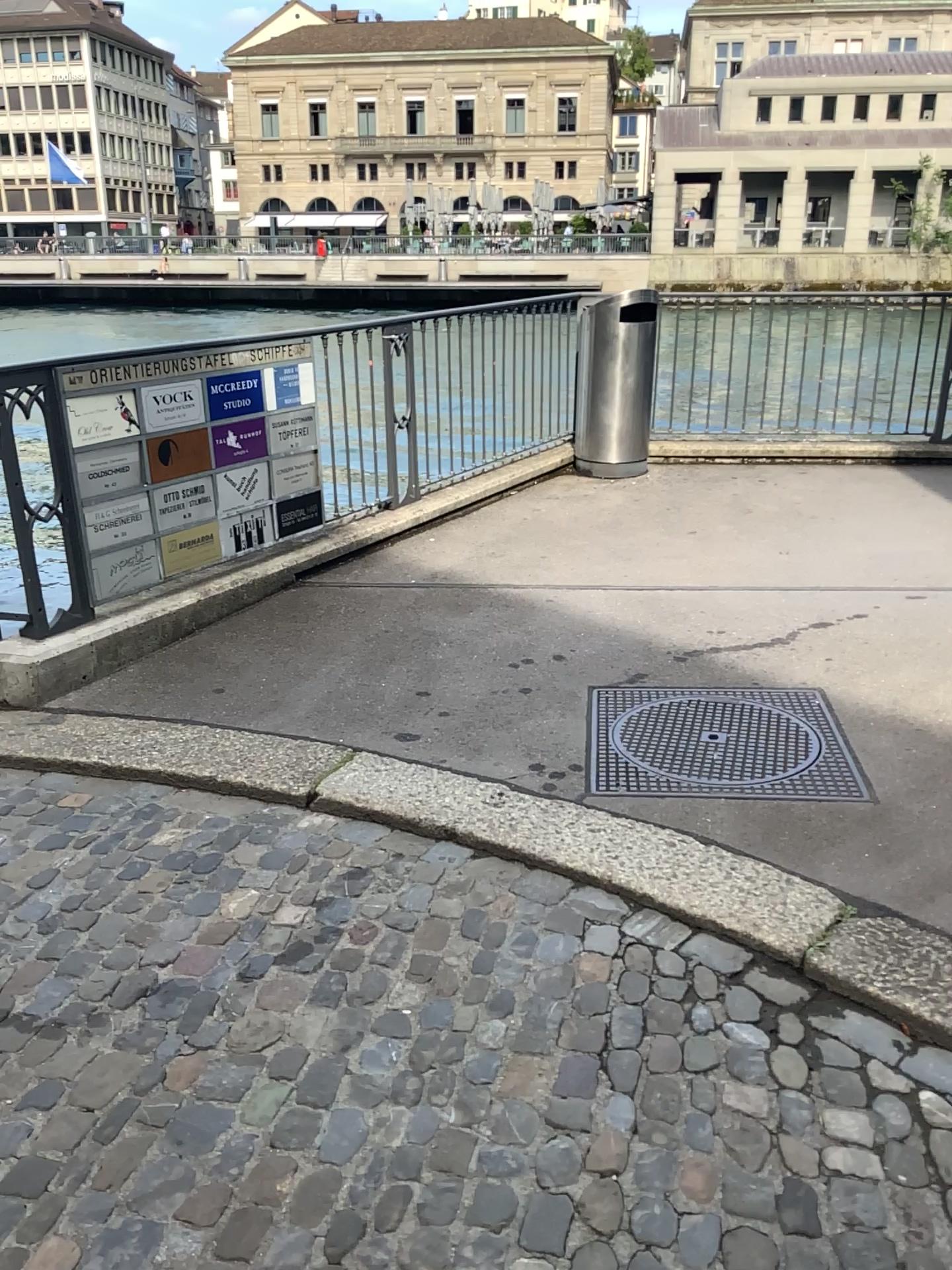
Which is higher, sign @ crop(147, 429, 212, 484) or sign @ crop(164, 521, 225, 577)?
sign @ crop(147, 429, 212, 484)

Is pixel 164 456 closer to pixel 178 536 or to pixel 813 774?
pixel 178 536

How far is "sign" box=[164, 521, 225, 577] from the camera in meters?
4.7 m

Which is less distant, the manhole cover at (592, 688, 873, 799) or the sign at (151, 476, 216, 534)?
the manhole cover at (592, 688, 873, 799)

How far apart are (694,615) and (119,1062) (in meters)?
2.94

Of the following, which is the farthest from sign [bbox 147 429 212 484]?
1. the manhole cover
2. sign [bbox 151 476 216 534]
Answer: the manhole cover

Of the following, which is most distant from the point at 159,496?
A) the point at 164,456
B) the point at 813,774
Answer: the point at 813,774

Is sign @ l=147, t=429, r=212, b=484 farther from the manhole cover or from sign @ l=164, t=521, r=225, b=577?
the manhole cover

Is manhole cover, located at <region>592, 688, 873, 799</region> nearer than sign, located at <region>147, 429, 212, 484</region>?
Yes

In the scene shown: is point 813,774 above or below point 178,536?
below
